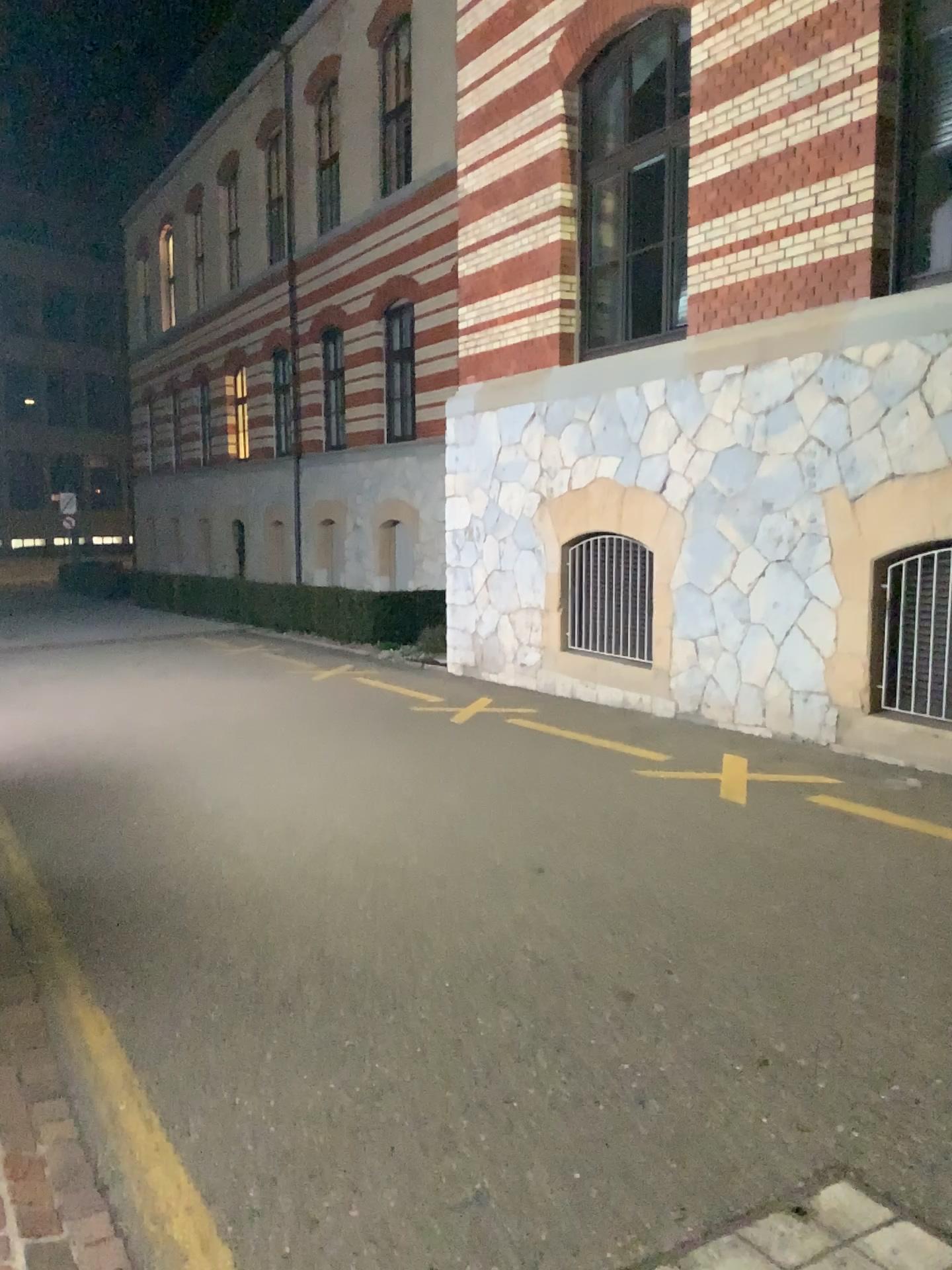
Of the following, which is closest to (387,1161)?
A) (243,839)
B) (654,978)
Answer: (654,978)
